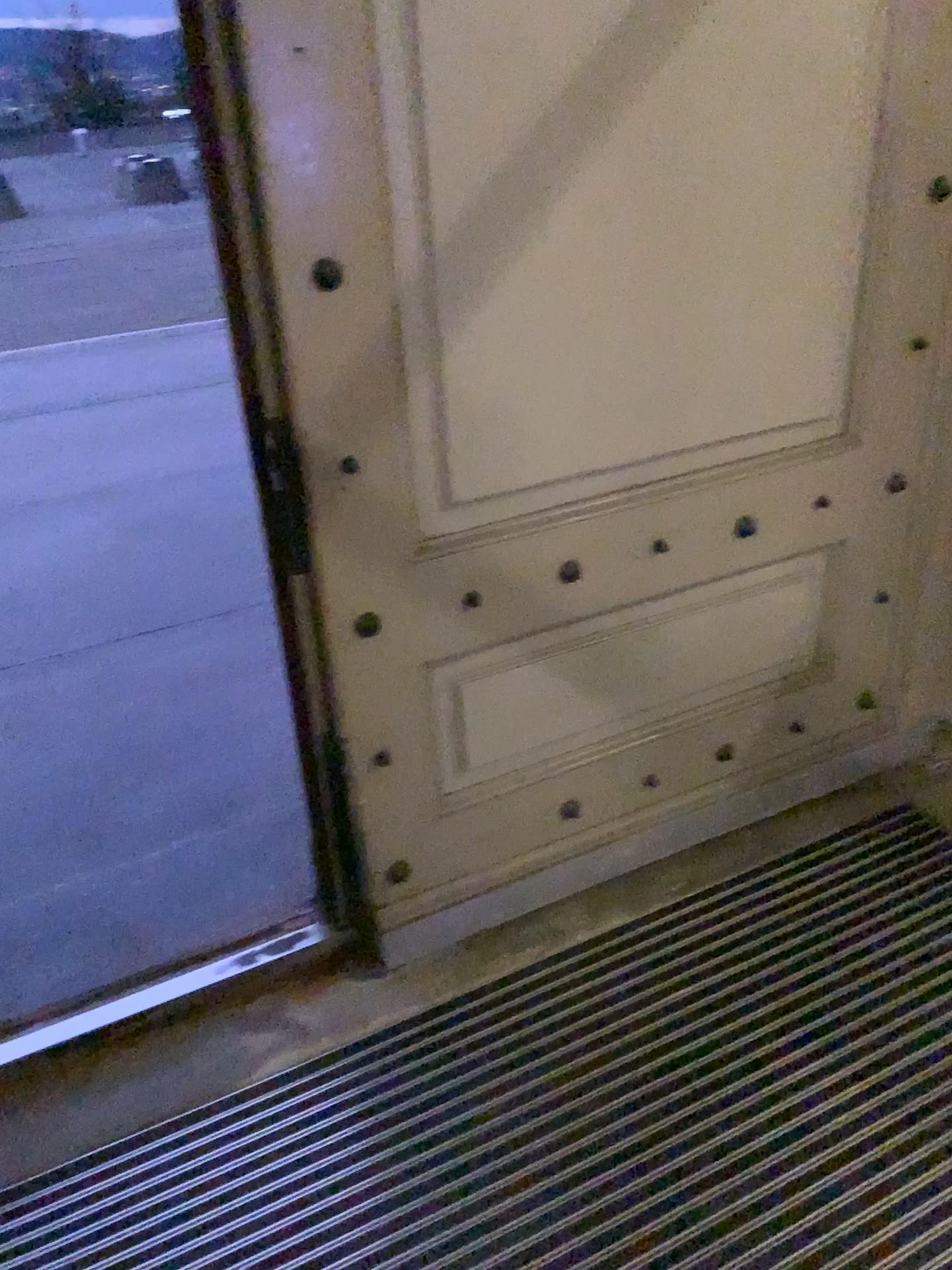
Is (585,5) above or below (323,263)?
above

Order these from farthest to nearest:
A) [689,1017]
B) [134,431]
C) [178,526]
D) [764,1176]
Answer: [134,431]
[178,526]
[689,1017]
[764,1176]
